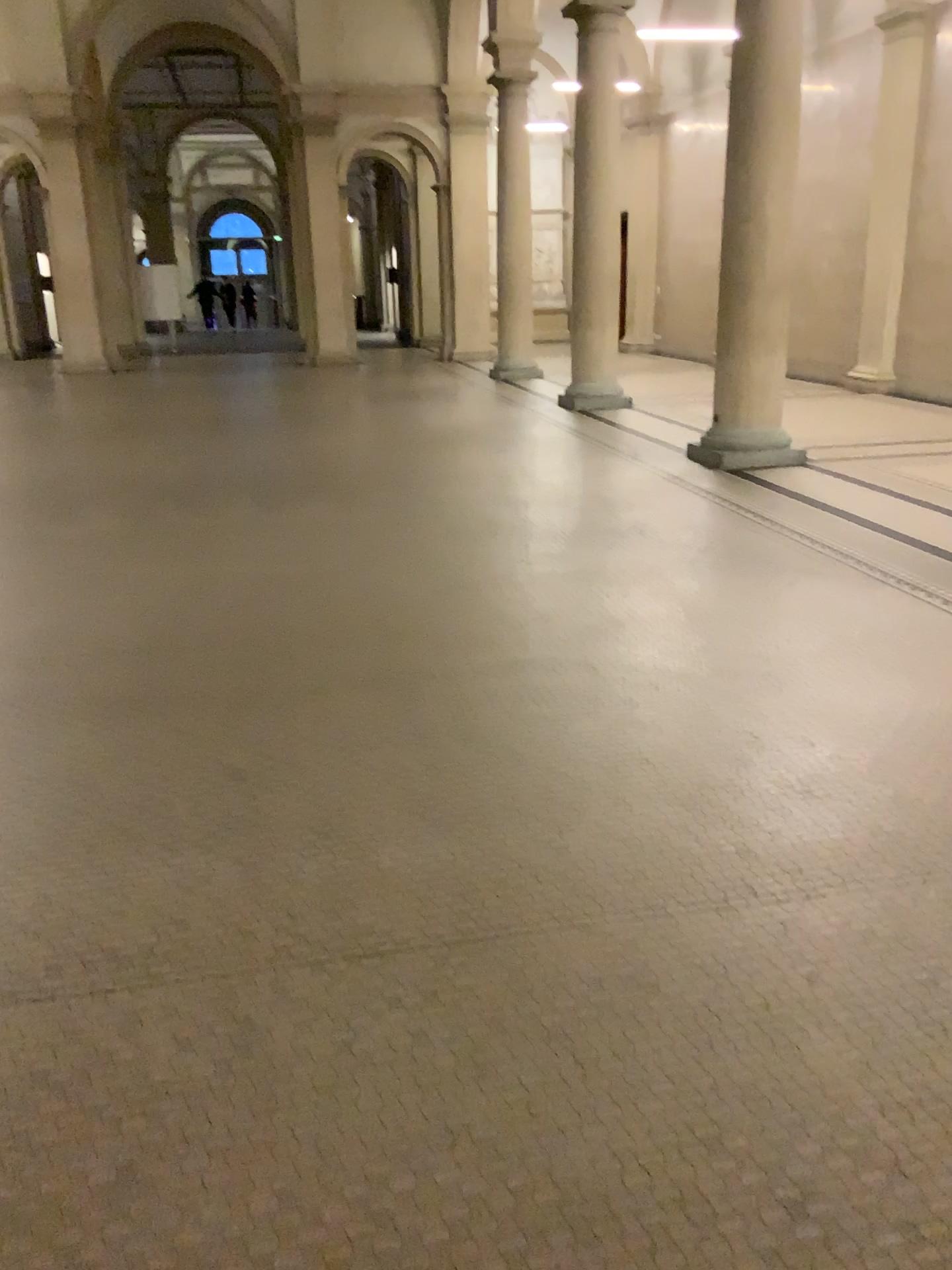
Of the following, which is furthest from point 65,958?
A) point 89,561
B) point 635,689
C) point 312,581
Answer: point 89,561
